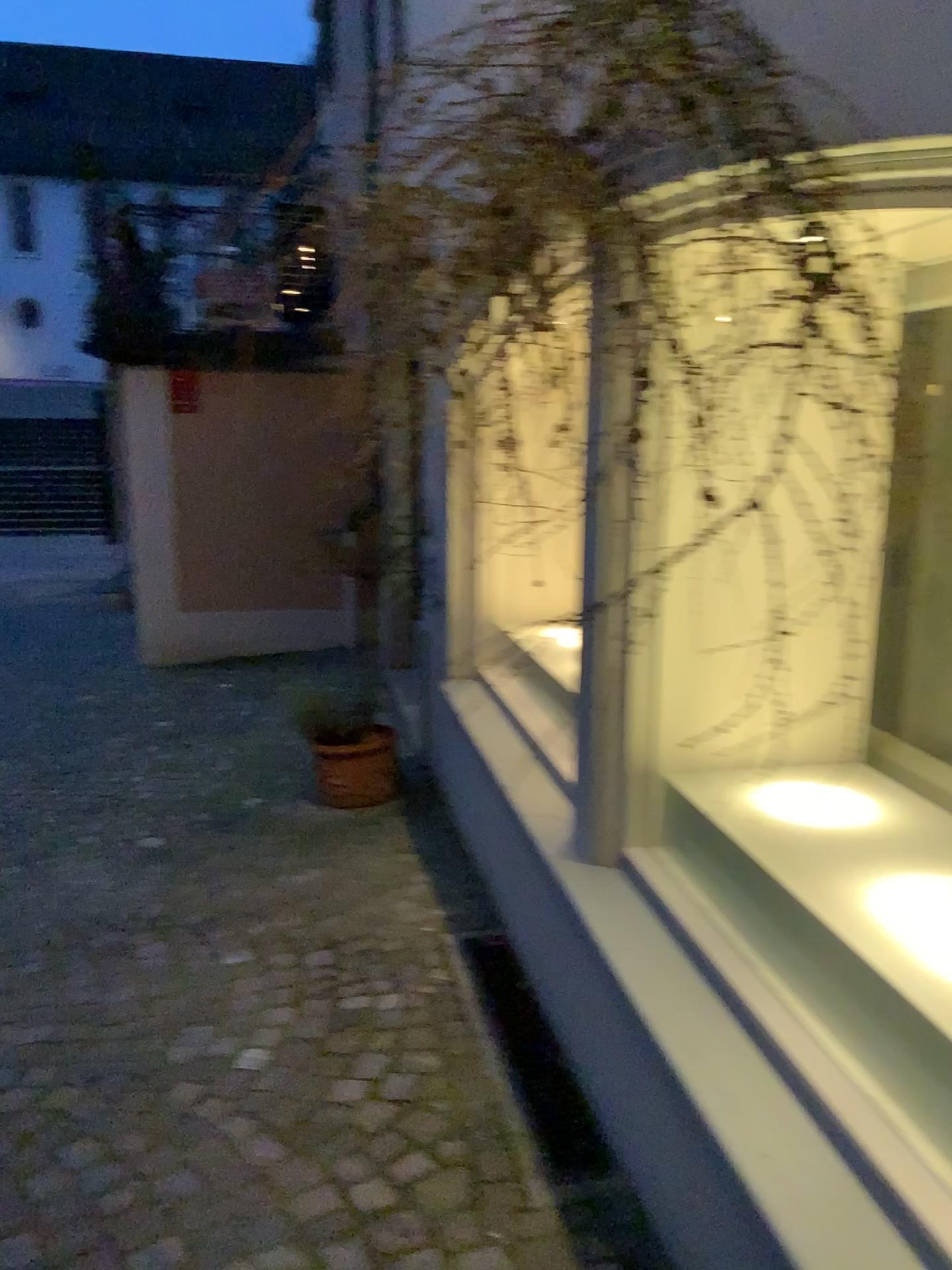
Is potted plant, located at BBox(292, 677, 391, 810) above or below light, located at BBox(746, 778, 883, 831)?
below

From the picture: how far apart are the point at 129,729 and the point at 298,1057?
3.5 meters

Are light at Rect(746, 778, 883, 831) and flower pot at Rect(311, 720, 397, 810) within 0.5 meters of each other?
no

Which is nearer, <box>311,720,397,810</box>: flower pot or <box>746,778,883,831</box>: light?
<box>746,778,883,831</box>: light

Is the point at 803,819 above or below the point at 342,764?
above

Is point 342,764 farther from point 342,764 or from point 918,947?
point 918,947

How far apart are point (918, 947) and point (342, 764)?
3.00m

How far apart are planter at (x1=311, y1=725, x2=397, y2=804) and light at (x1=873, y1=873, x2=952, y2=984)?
2.8m

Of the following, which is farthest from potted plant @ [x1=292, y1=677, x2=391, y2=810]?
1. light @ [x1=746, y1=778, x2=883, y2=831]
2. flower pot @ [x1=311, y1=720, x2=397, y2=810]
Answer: light @ [x1=746, y1=778, x2=883, y2=831]

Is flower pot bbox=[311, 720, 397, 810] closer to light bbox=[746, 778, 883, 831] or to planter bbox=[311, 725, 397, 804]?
planter bbox=[311, 725, 397, 804]
